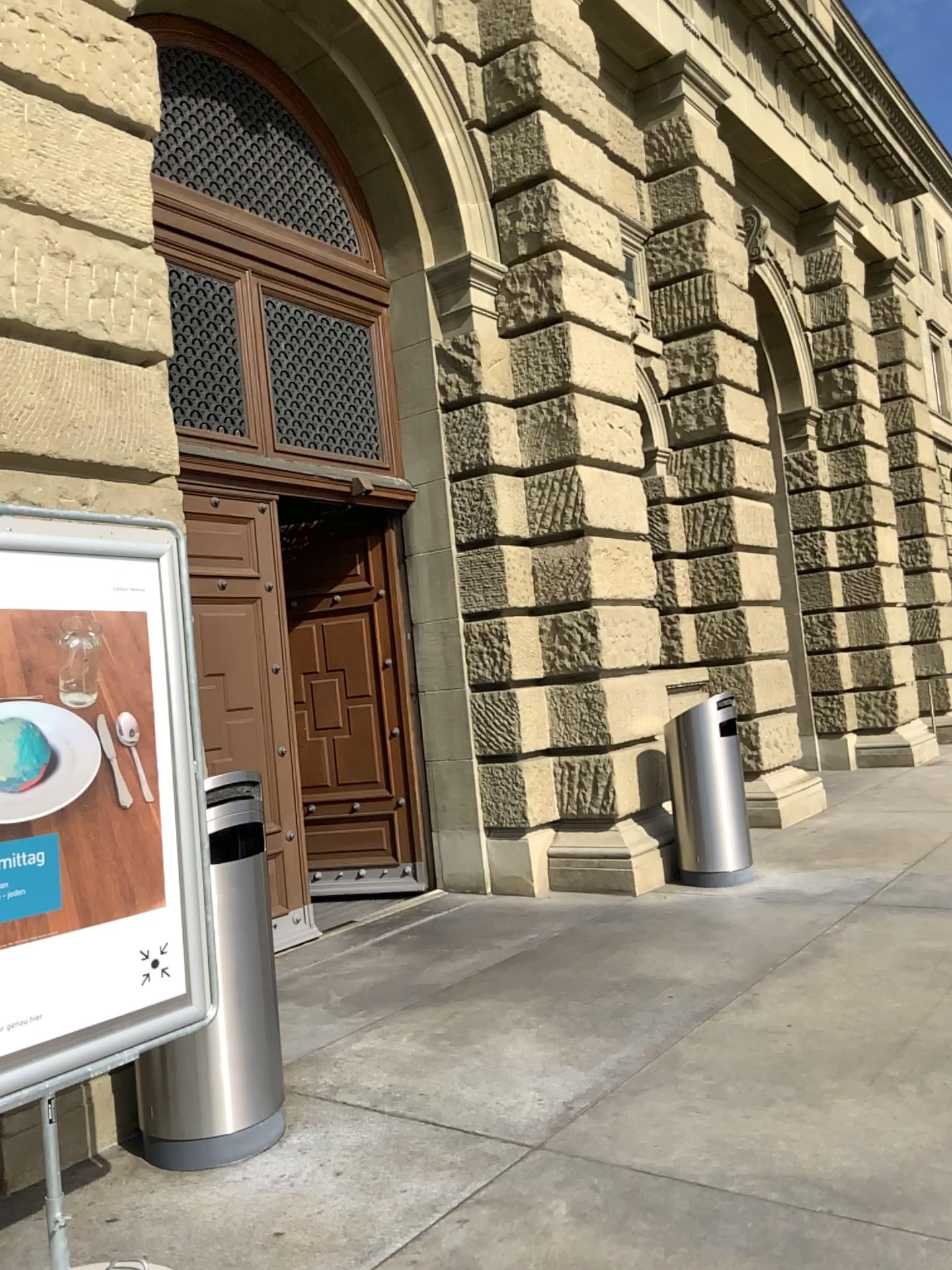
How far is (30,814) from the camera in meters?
2.5 m

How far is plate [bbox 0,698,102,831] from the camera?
2.5 meters

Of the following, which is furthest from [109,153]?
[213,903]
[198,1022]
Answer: [198,1022]
